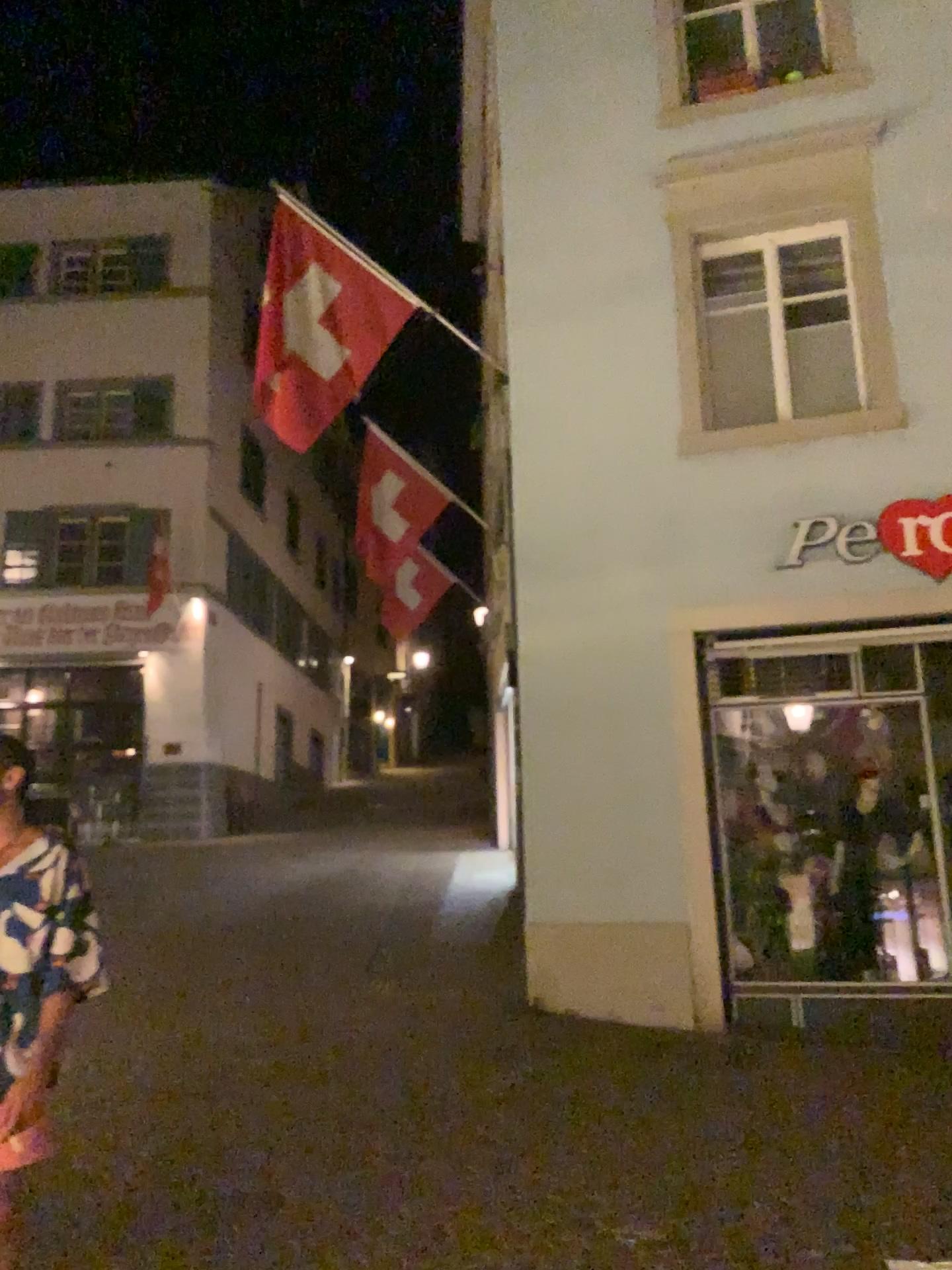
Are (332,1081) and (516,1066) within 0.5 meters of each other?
no
